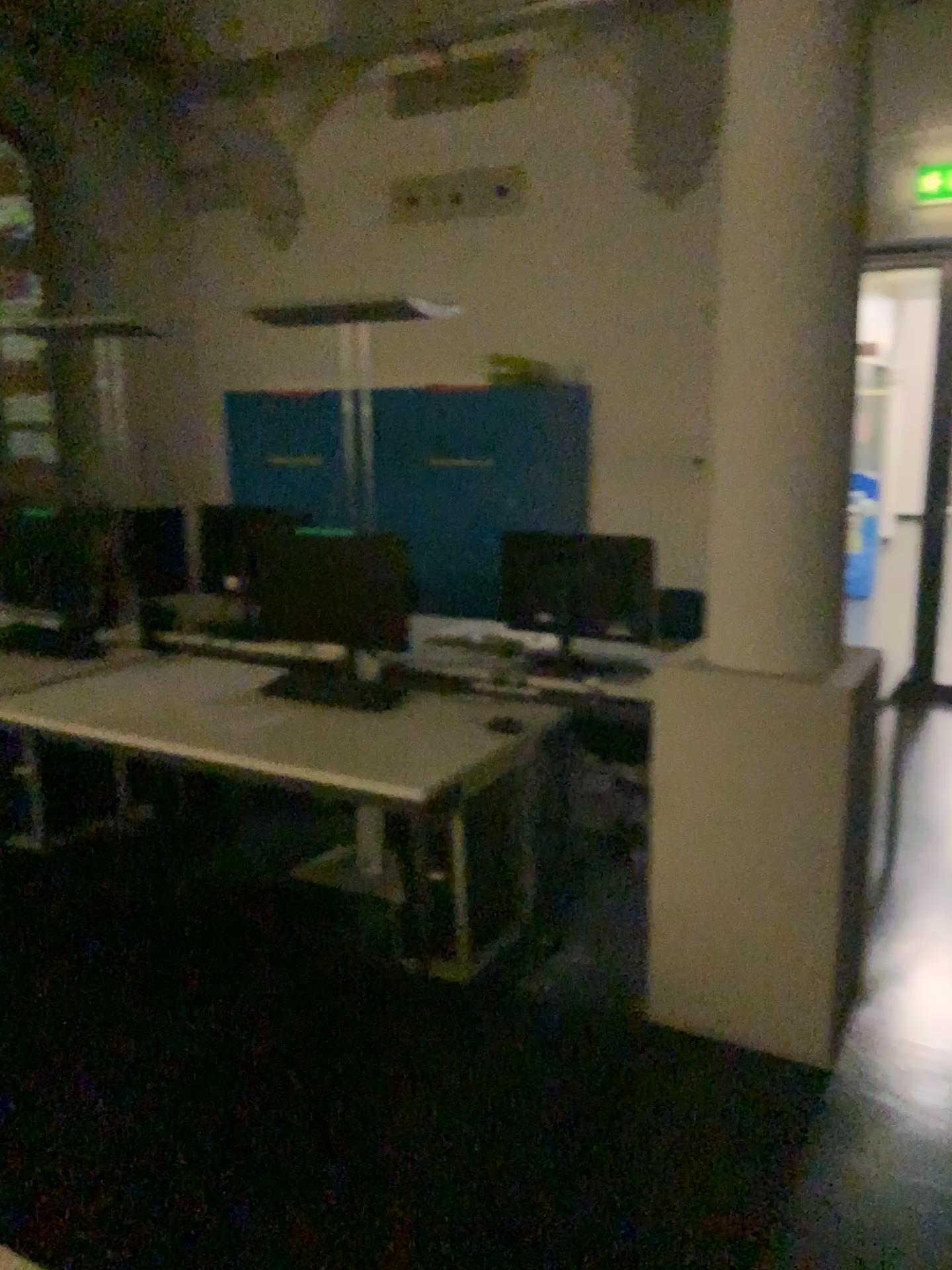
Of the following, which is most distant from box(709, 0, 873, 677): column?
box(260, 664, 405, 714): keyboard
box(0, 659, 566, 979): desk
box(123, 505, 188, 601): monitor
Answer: box(123, 505, 188, 601): monitor

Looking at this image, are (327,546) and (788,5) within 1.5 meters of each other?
no

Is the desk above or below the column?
below

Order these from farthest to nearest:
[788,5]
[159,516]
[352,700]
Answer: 1. [159,516]
2. [352,700]
3. [788,5]

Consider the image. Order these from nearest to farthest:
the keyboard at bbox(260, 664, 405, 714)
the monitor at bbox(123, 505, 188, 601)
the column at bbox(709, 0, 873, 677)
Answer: the column at bbox(709, 0, 873, 677) → the keyboard at bbox(260, 664, 405, 714) → the monitor at bbox(123, 505, 188, 601)

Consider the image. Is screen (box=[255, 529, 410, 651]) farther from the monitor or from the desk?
the monitor

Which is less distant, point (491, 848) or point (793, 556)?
point (793, 556)

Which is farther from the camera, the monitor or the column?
the monitor

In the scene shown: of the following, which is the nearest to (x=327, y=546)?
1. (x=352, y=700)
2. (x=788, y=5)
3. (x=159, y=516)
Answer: (x=352, y=700)

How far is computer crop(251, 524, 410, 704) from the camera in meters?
3.2 m
